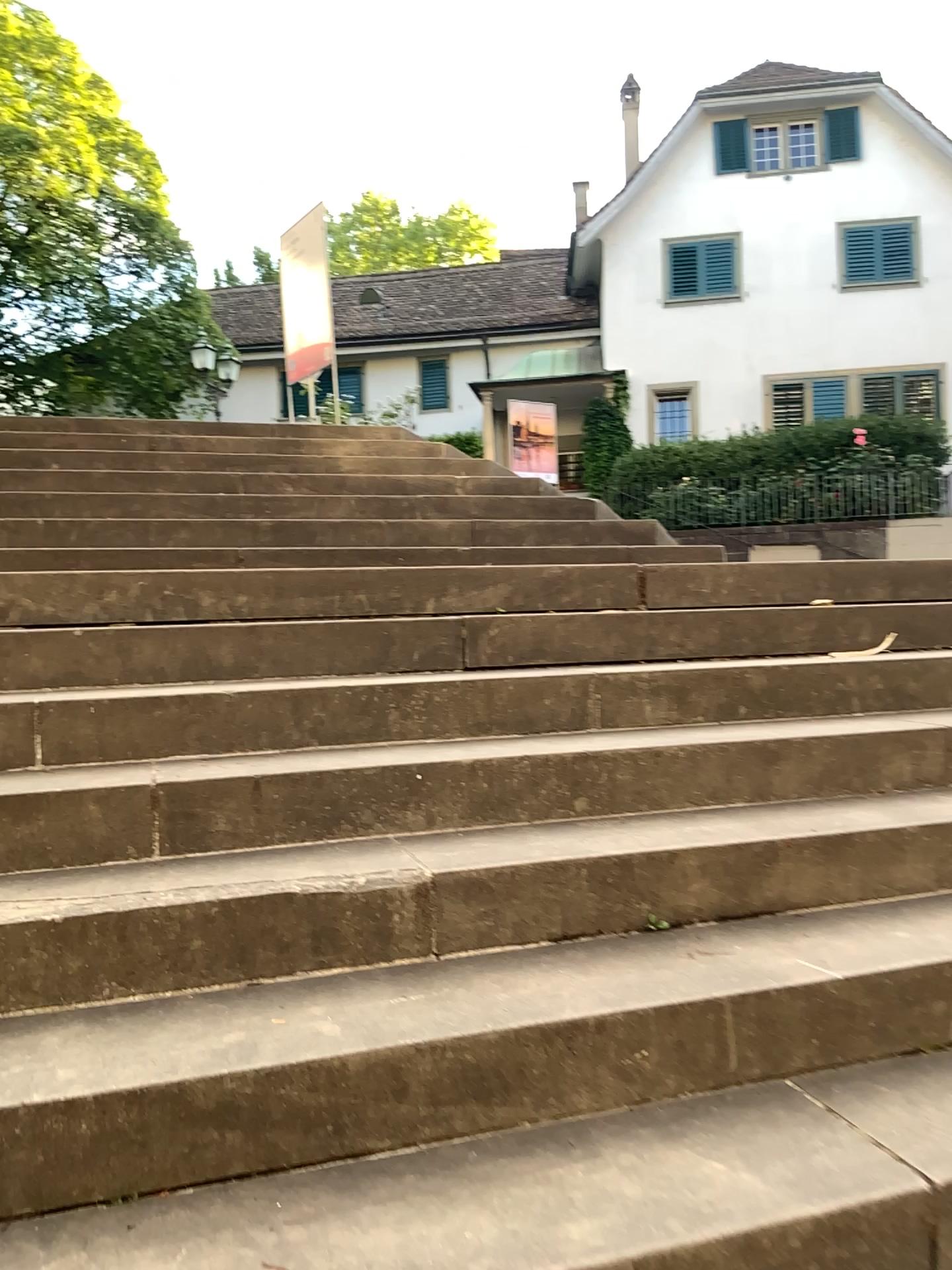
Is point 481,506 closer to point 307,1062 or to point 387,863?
point 387,863
